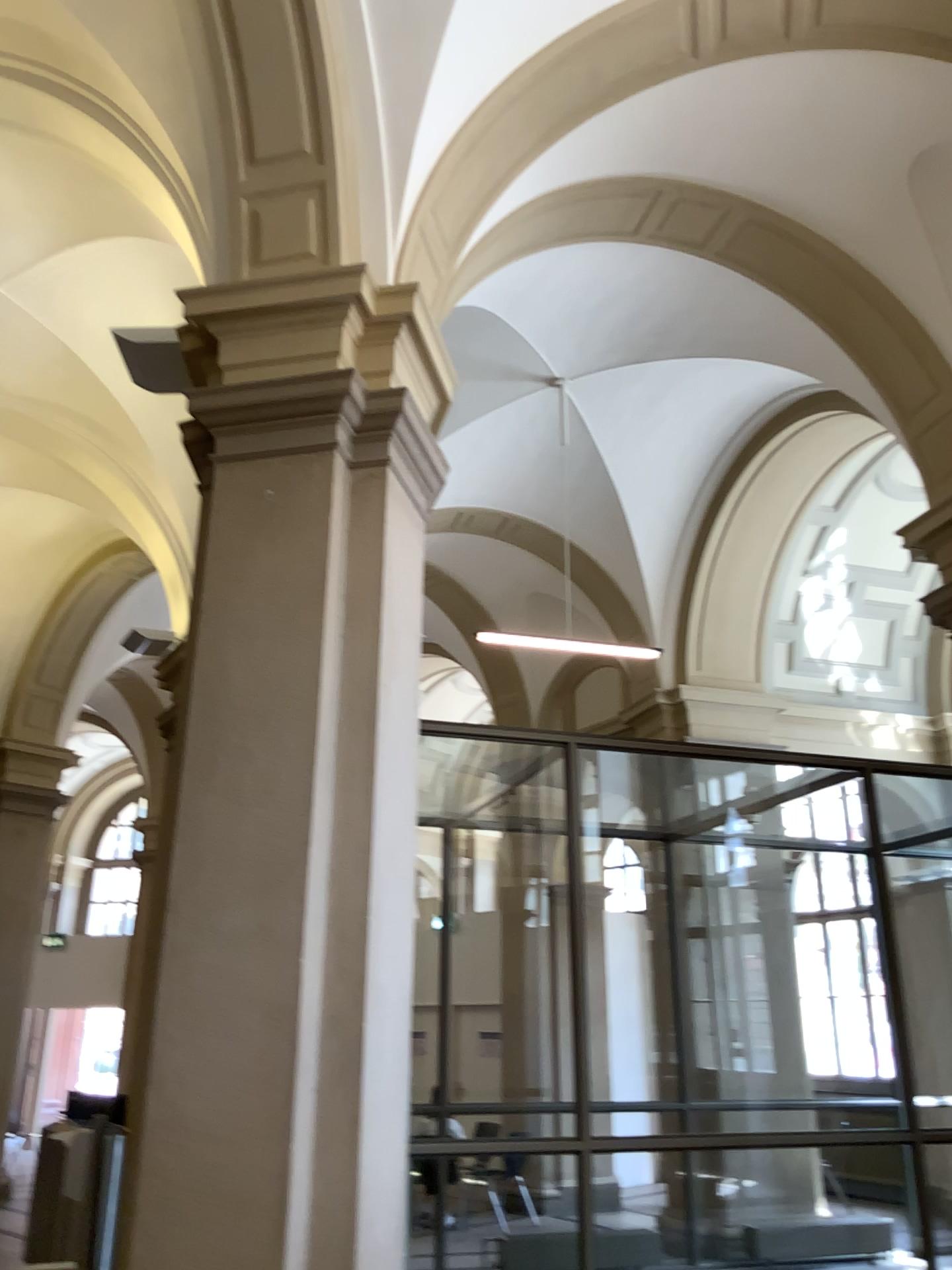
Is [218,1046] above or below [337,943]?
below
